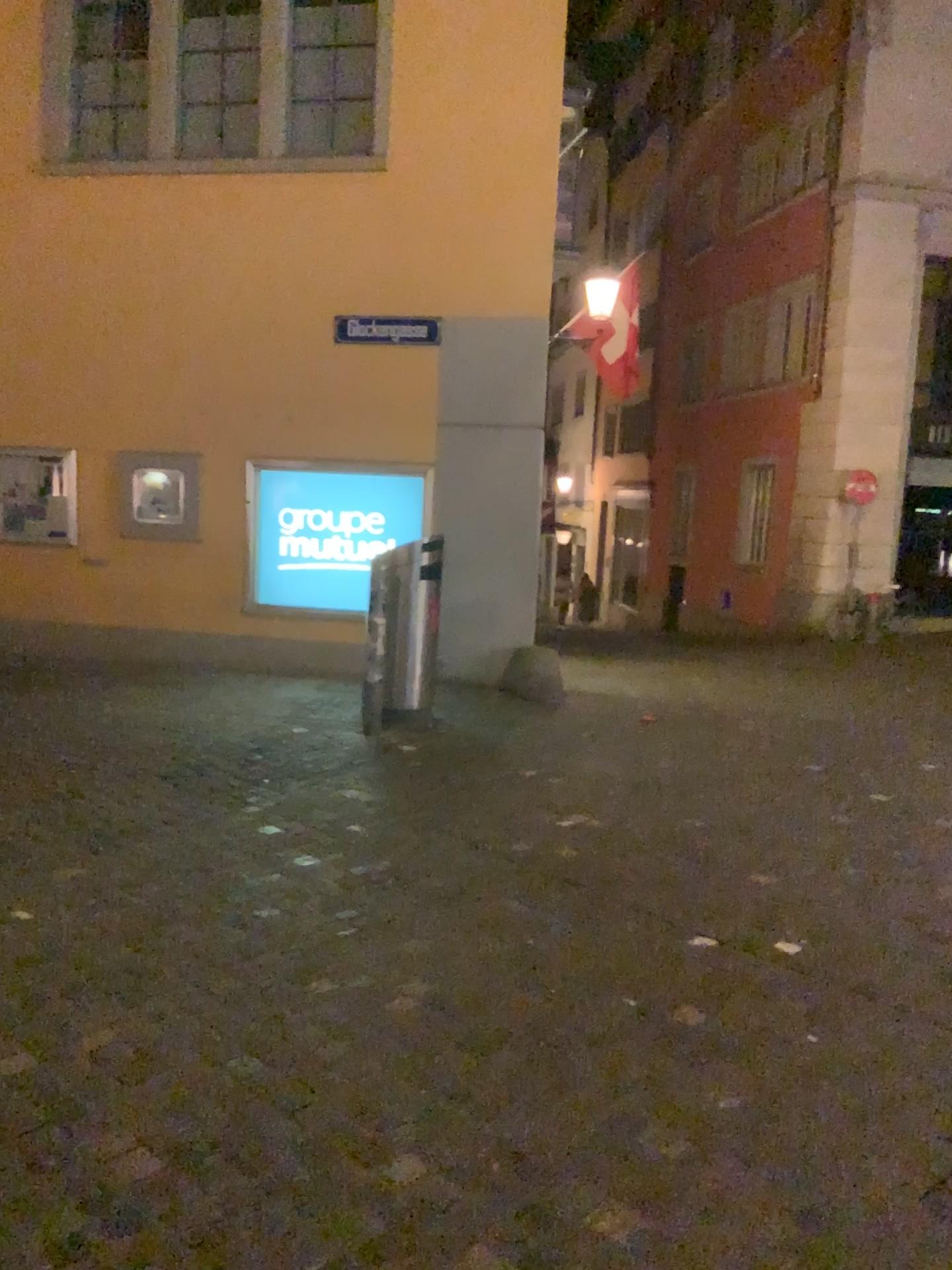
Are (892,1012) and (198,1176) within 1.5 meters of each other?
no
